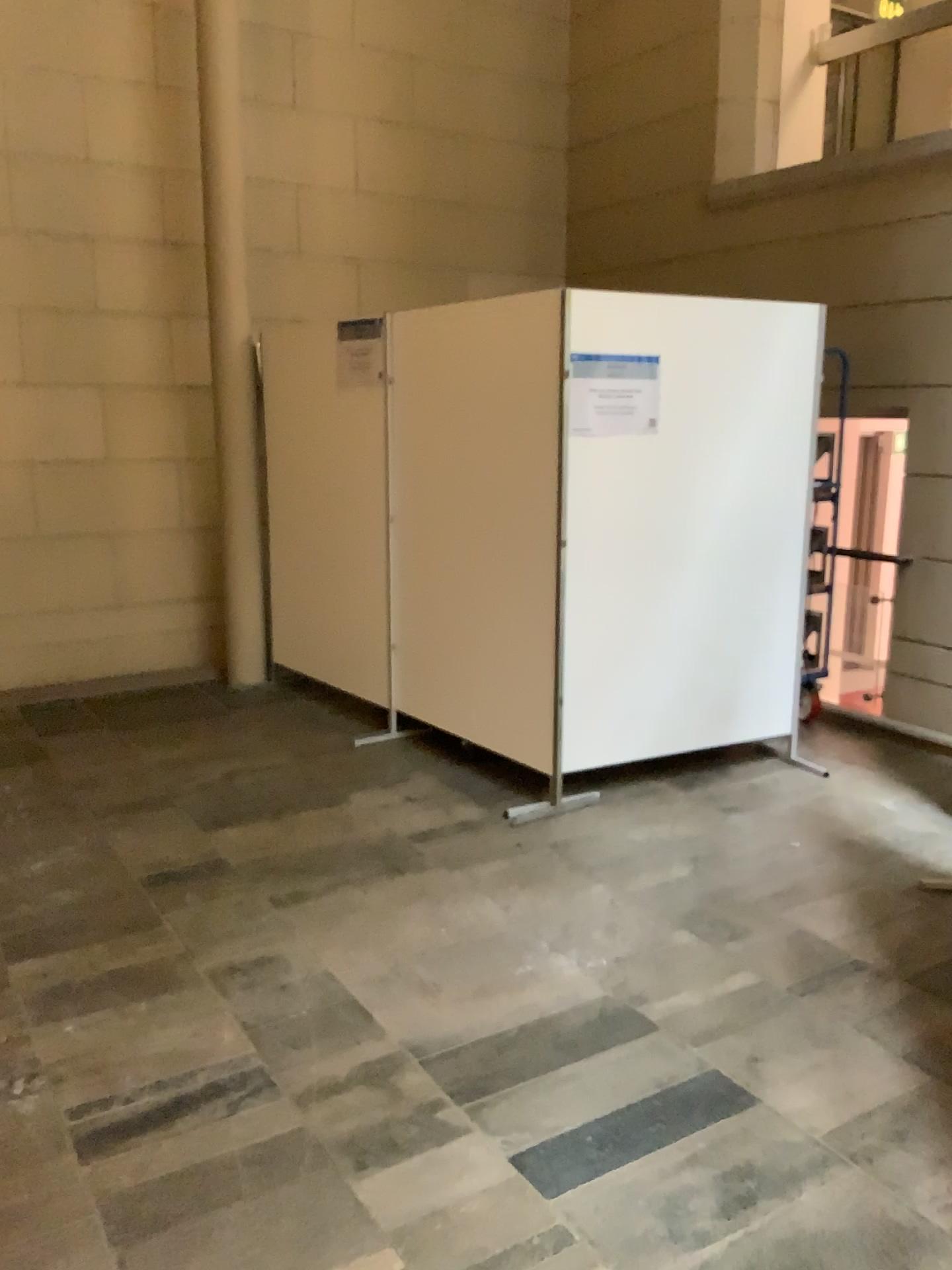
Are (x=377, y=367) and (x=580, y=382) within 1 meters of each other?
no

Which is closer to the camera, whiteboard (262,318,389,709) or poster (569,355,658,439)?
poster (569,355,658,439)

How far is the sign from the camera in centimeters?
480cm

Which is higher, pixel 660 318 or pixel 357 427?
pixel 660 318

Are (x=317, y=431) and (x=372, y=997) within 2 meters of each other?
no

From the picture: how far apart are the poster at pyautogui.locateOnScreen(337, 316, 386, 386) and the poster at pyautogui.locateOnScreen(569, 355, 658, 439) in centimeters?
126cm

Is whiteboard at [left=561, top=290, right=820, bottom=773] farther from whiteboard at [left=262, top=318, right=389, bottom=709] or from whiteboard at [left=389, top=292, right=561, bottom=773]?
whiteboard at [left=262, top=318, right=389, bottom=709]

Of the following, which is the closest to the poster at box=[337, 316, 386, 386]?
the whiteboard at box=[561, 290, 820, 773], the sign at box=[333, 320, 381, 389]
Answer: the sign at box=[333, 320, 381, 389]

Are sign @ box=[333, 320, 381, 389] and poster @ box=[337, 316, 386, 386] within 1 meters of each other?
yes

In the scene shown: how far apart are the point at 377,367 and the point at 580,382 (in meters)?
1.27
